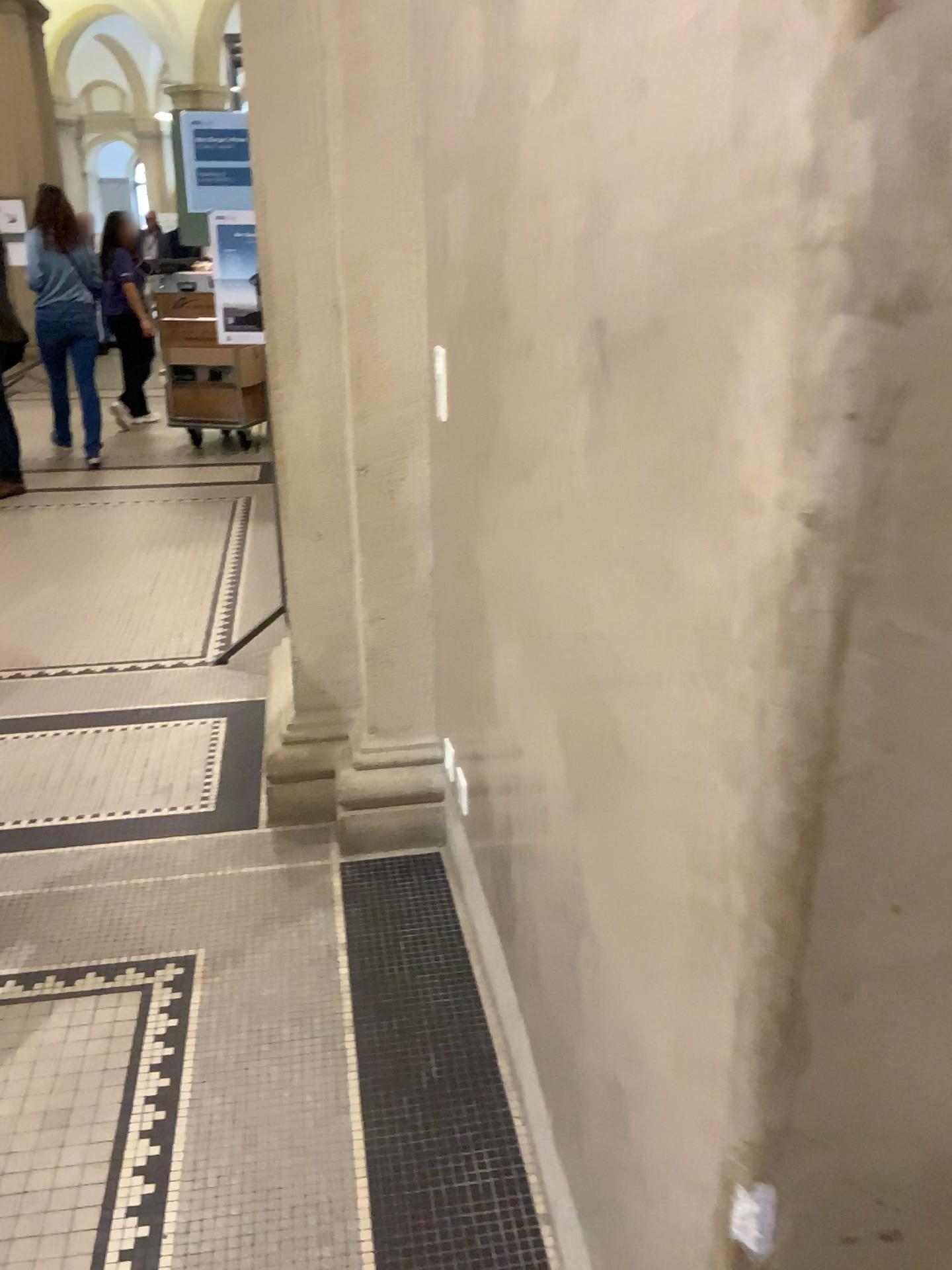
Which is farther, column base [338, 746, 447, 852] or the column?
column base [338, 746, 447, 852]

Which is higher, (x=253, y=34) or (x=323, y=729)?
(x=253, y=34)

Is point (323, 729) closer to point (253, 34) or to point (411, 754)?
point (411, 754)

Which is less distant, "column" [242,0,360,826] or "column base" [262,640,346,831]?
"column" [242,0,360,826]

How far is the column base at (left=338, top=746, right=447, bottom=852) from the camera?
2.6 meters

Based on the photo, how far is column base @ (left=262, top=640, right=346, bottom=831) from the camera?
2.8 meters

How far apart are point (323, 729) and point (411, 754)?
0.3m

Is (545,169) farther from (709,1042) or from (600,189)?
(709,1042)
